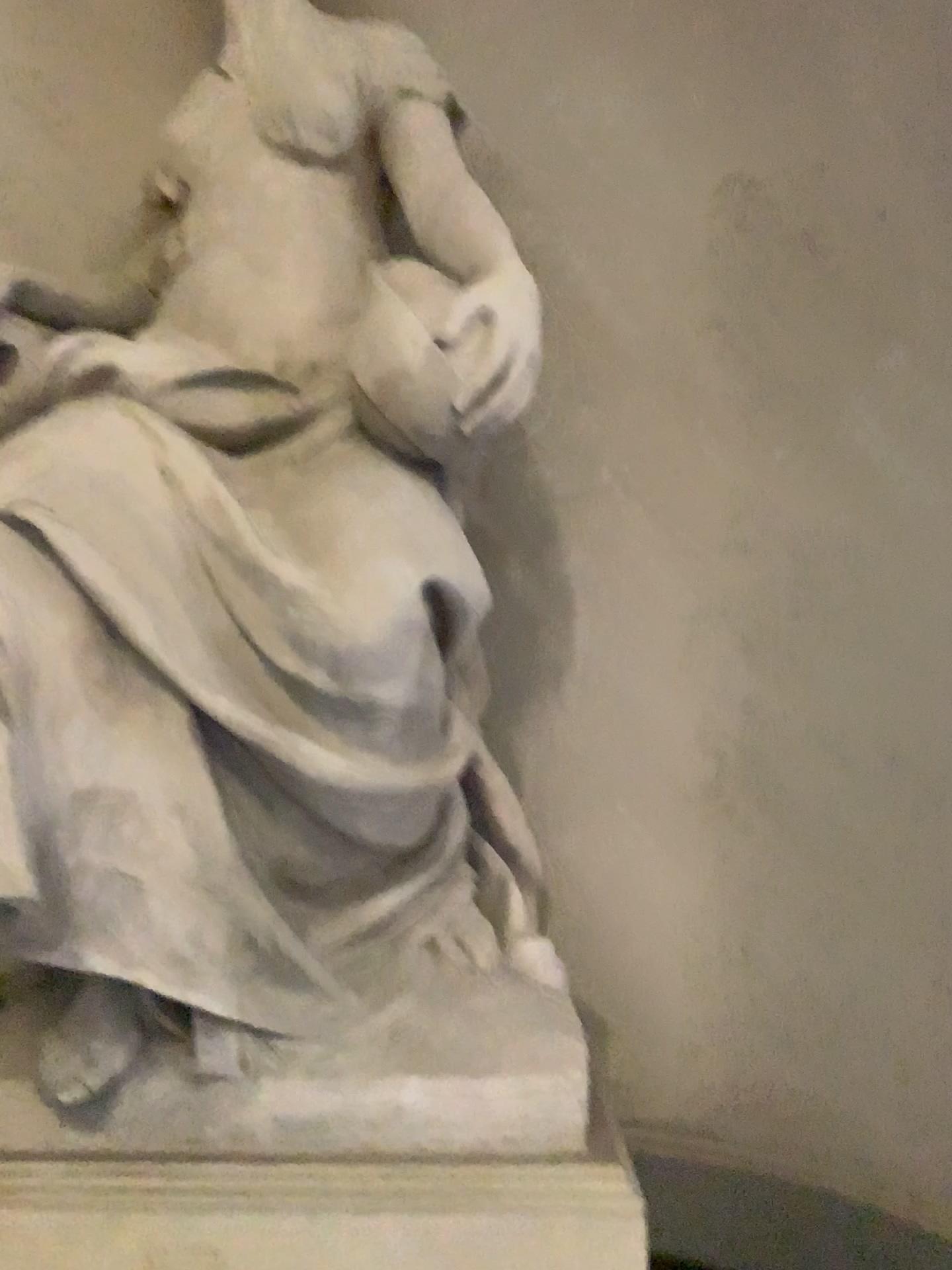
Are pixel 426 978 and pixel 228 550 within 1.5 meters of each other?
yes
